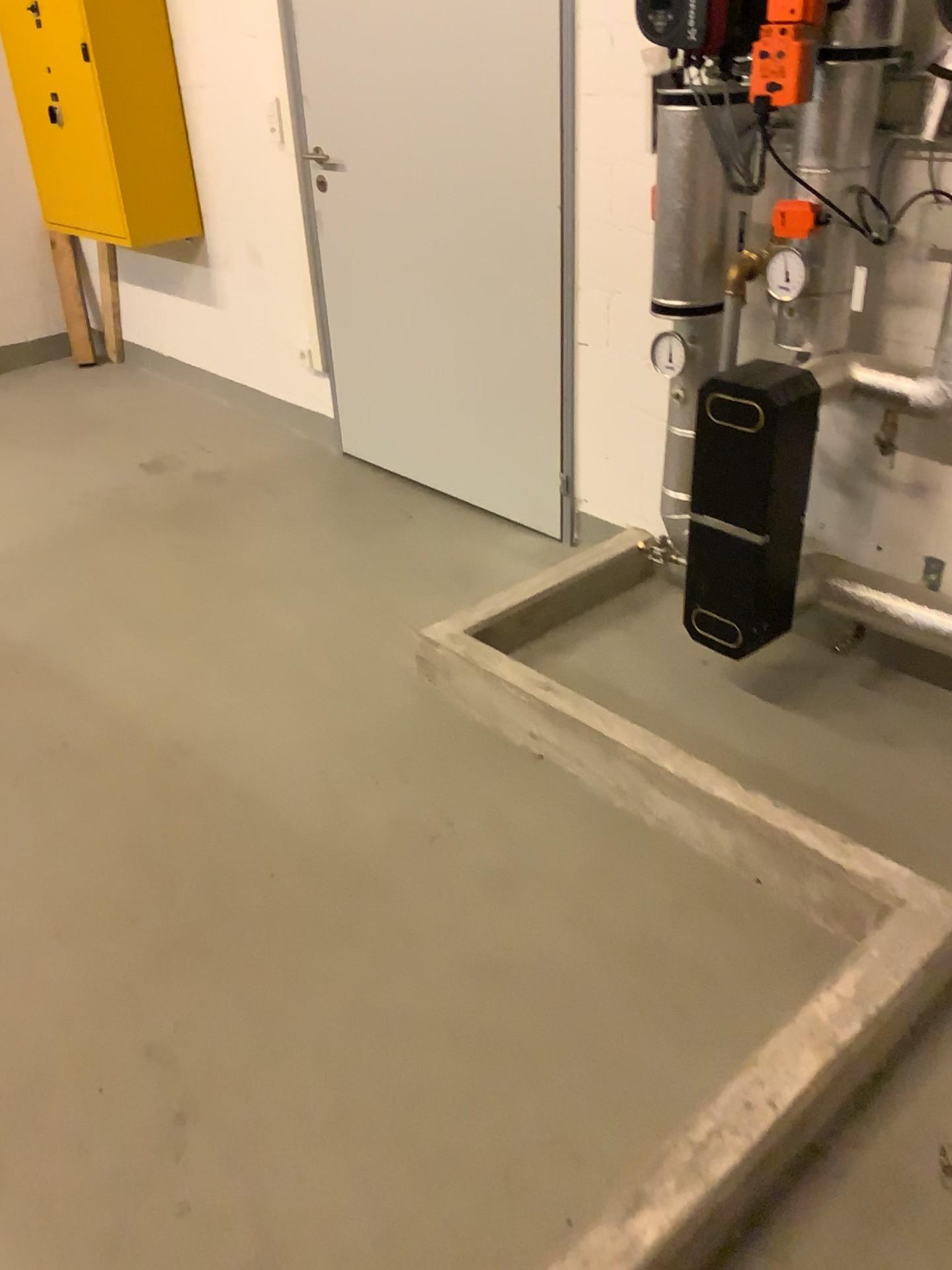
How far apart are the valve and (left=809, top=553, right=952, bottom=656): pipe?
1.0 meters

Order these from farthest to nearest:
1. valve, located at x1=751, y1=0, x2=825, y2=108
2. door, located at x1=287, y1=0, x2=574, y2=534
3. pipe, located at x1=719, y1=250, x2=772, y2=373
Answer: door, located at x1=287, y1=0, x2=574, y2=534 → pipe, located at x1=719, y1=250, x2=772, y2=373 → valve, located at x1=751, y1=0, x2=825, y2=108

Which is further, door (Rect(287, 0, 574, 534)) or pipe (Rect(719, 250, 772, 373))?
door (Rect(287, 0, 574, 534))

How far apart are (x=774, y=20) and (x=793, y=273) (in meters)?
0.45

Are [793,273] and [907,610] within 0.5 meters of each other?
no

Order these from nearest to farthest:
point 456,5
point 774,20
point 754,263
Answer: point 774,20 < point 754,263 < point 456,5

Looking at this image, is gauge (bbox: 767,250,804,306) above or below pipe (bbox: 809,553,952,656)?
above

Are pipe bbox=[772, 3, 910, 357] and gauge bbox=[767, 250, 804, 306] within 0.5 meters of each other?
yes

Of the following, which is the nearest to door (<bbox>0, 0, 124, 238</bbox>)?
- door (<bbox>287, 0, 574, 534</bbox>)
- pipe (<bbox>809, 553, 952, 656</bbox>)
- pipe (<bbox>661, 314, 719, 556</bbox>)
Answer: door (<bbox>287, 0, 574, 534</bbox>)

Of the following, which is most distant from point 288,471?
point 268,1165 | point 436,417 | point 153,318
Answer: point 268,1165
